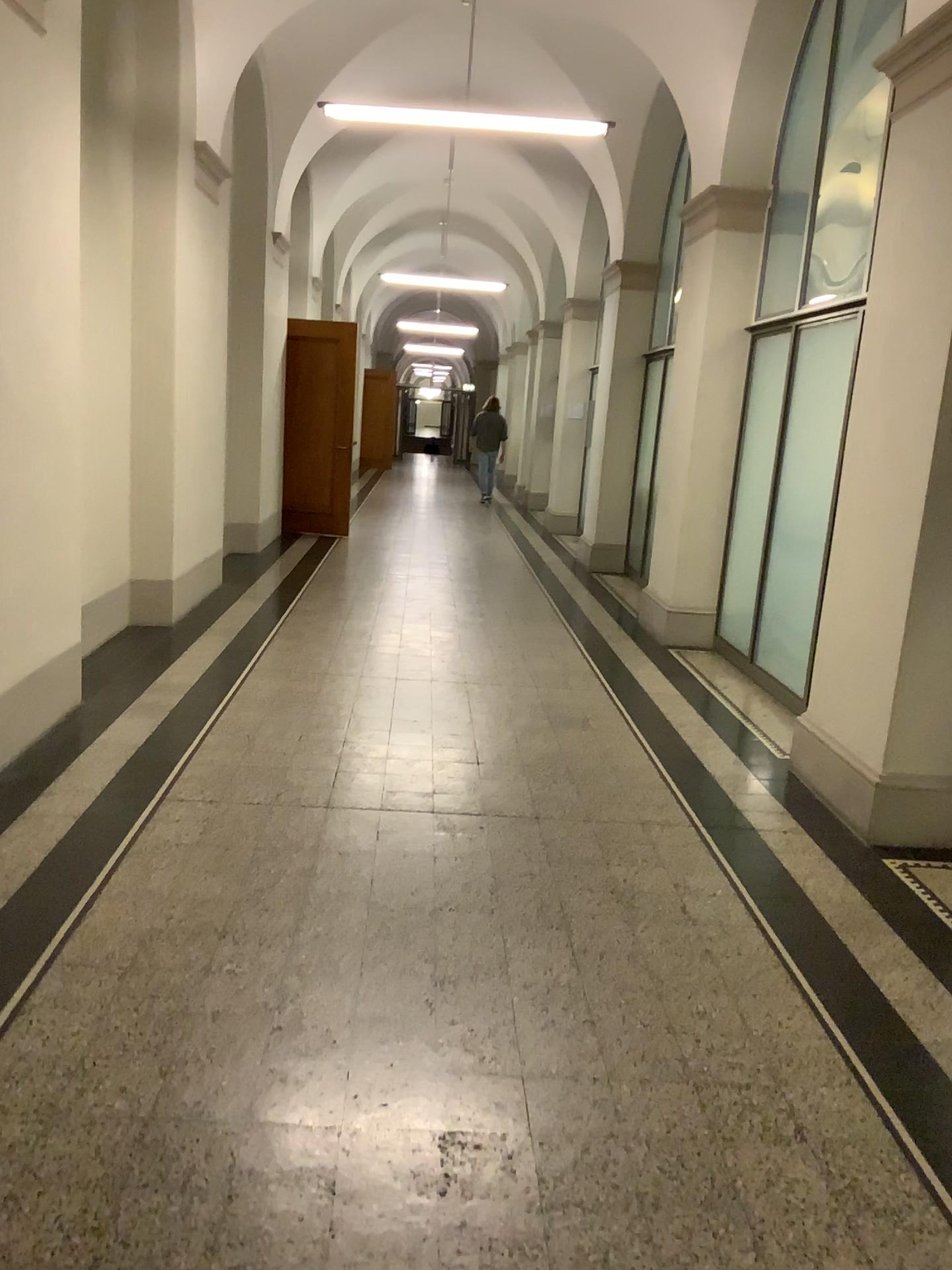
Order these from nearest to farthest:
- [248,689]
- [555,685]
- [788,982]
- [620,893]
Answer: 1. [788,982]
2. [620,893]
3. [248,689]
4. [555,685]
